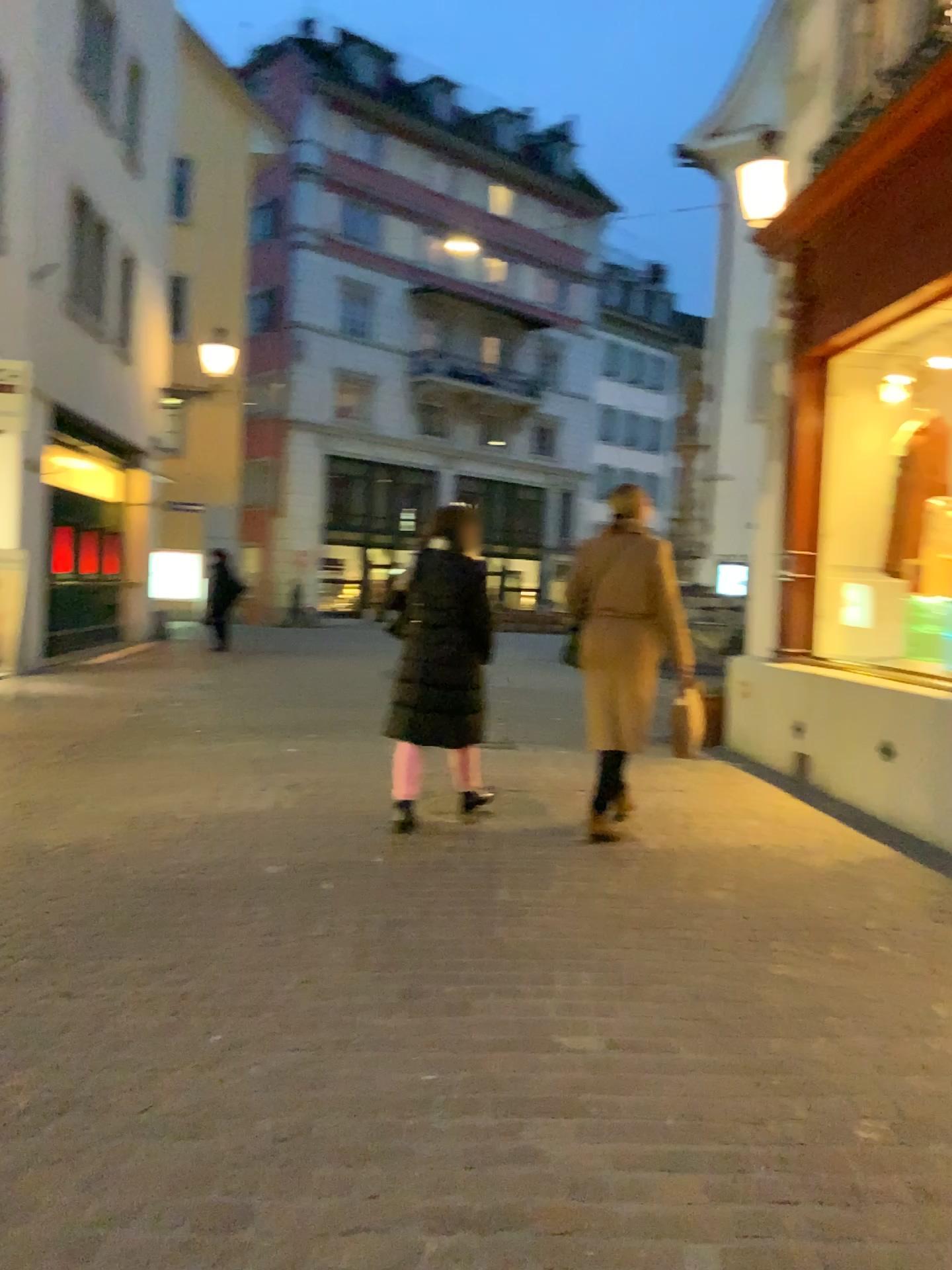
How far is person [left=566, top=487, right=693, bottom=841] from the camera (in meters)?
4.89

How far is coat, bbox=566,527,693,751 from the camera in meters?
4.9

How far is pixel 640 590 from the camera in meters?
4.9 m

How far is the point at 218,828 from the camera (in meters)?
4.96

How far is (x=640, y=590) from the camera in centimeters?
489cm
